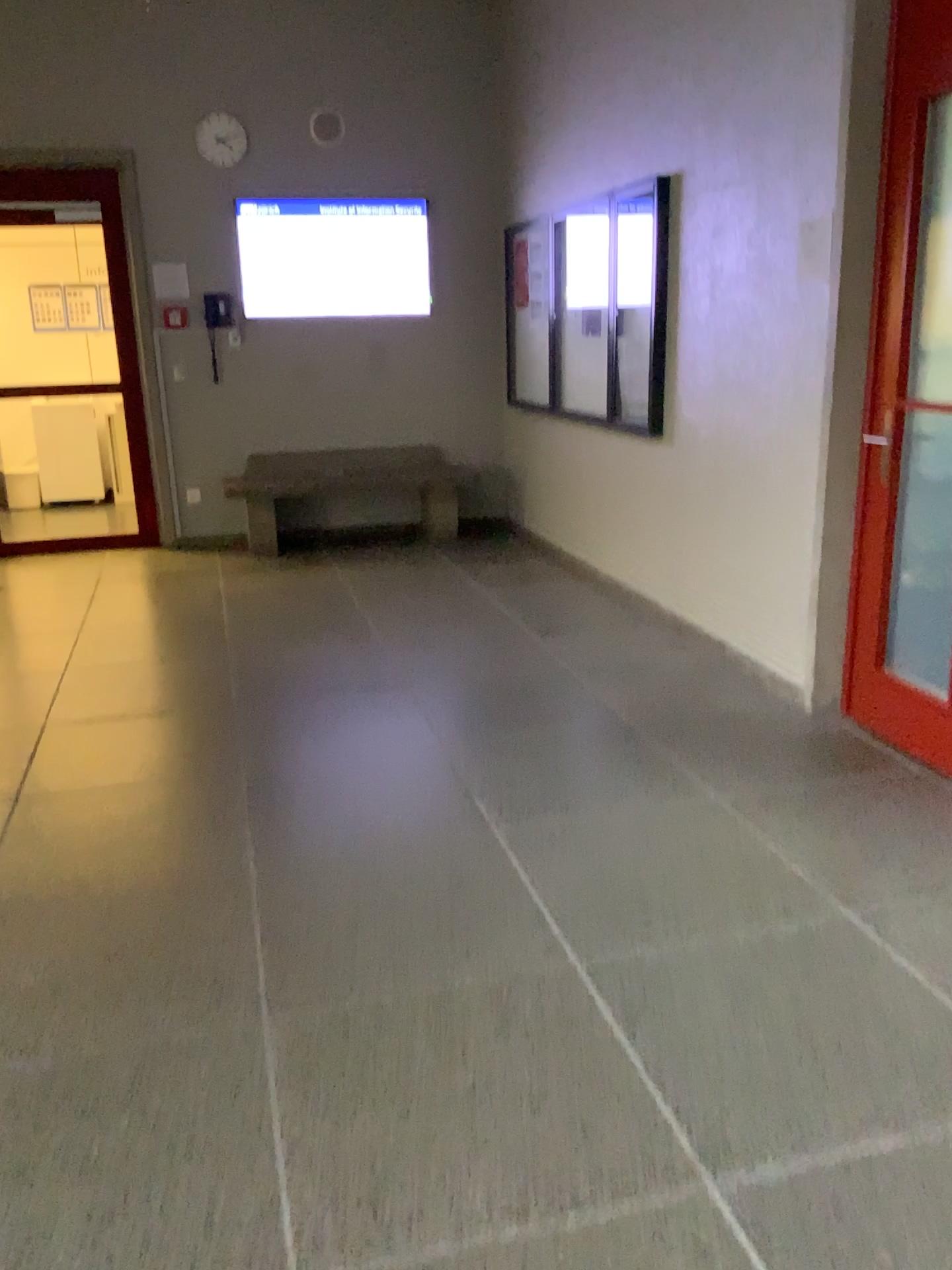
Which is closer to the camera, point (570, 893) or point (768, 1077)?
point (768, 1077)
